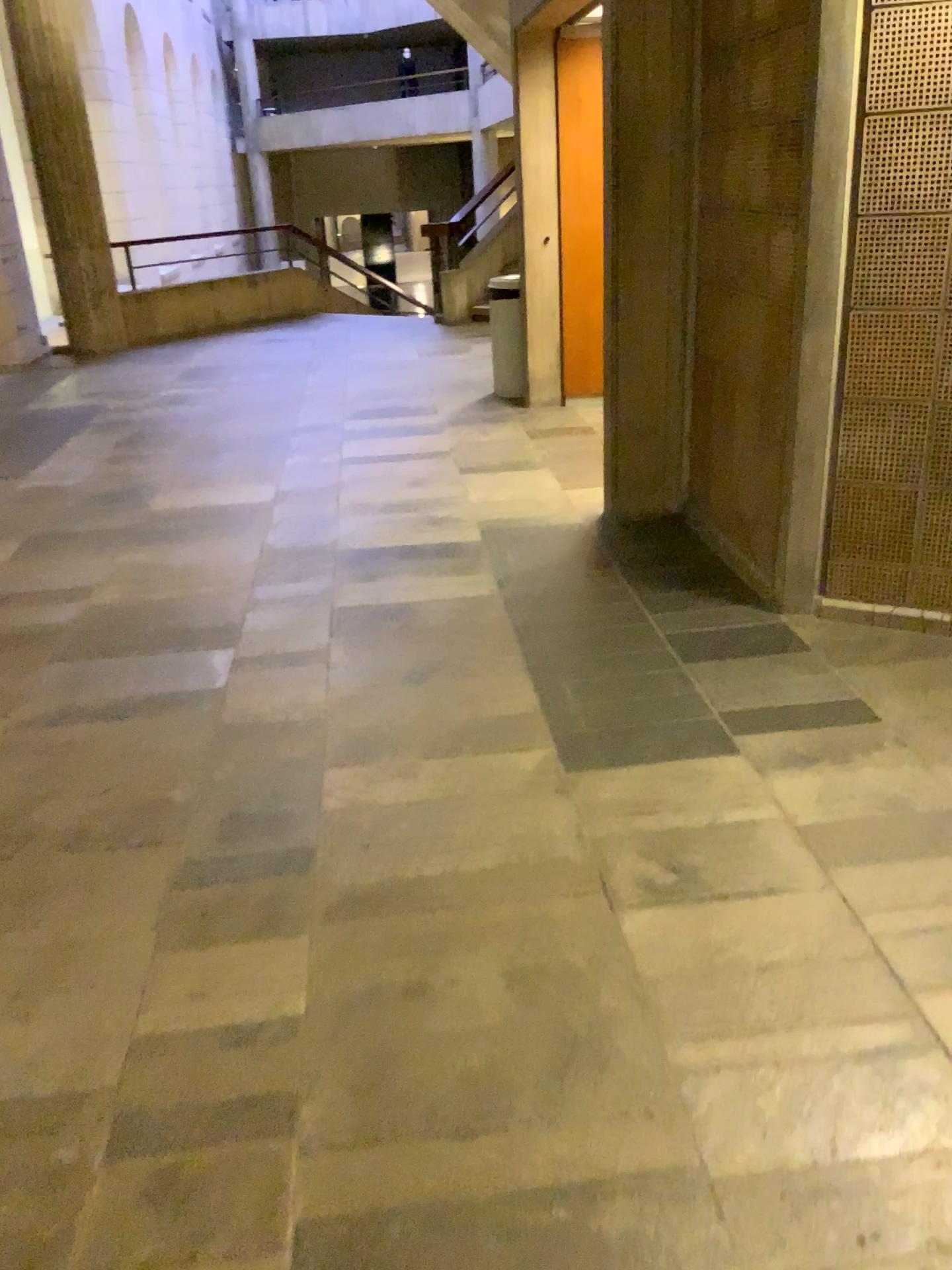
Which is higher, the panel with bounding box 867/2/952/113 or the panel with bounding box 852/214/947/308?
the panel with bounding box 867/2/952/113

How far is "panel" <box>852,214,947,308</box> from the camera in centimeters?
285cm

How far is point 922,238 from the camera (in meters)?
2.85

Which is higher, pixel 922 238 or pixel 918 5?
pixel 918 5

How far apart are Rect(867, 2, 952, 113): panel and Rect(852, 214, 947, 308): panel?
0.3m

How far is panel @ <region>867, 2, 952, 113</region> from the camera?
2.7 meters

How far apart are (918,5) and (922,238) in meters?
0.6 m

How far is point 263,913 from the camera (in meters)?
2.16
